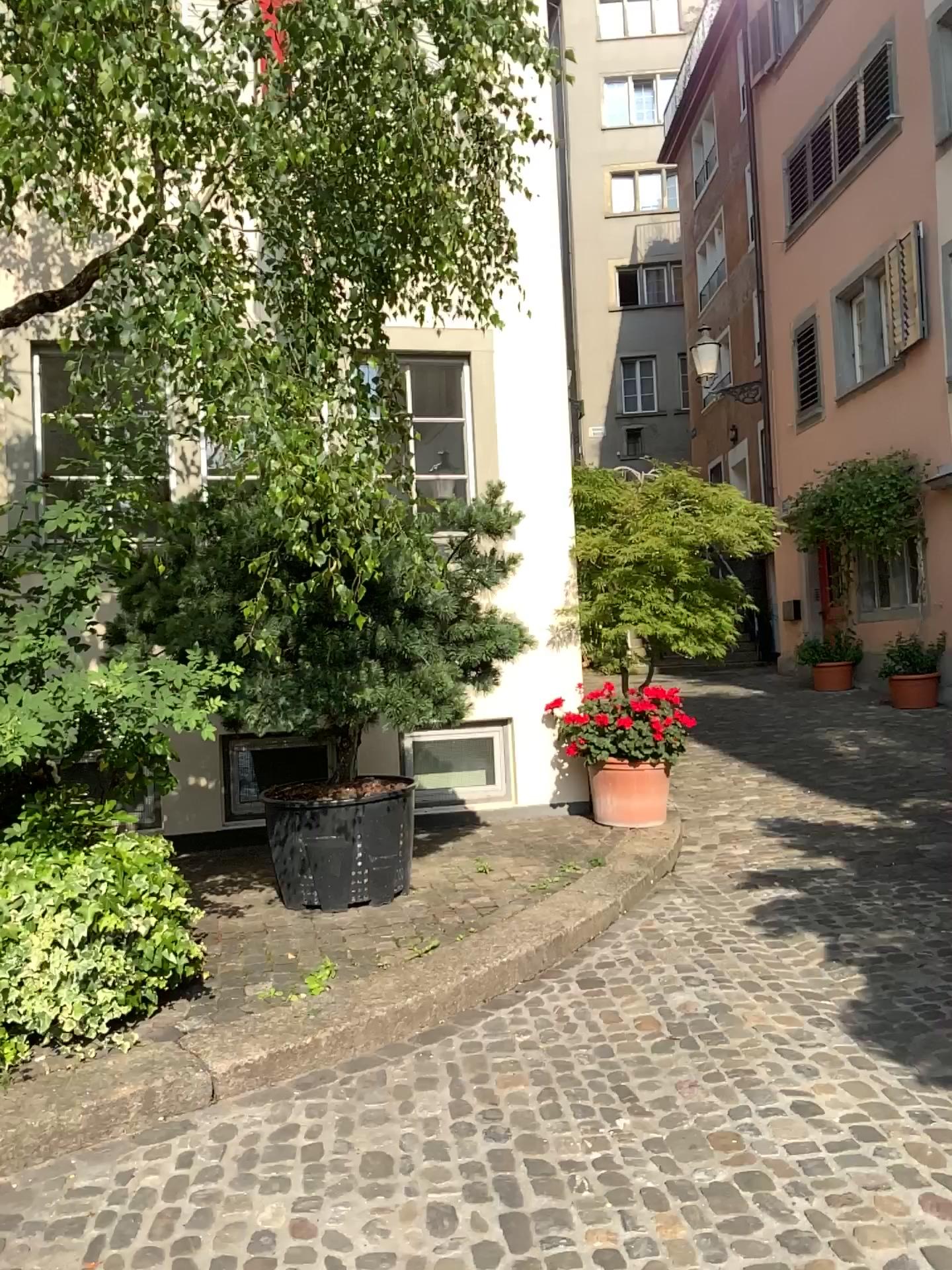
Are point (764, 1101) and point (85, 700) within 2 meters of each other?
no
